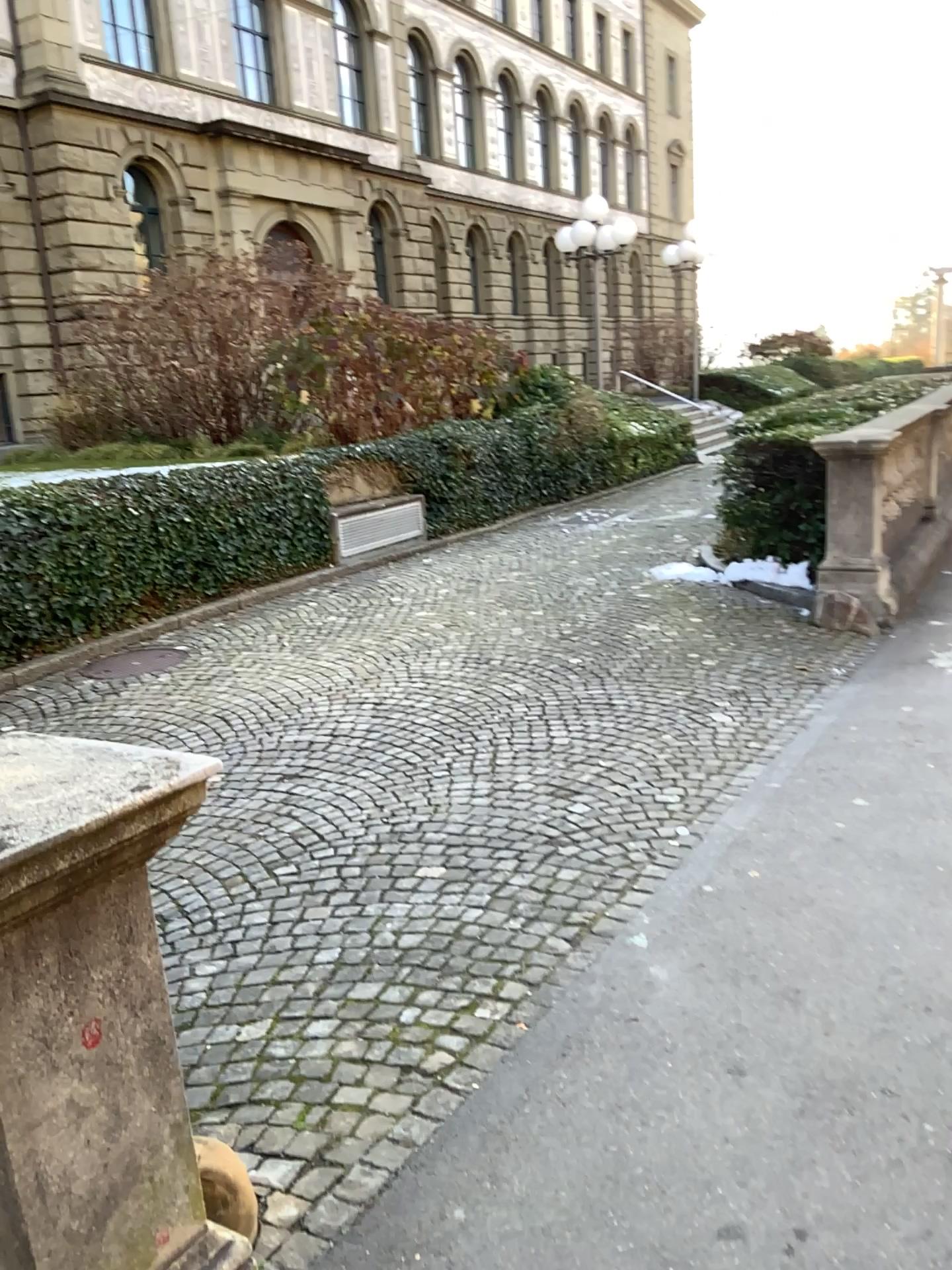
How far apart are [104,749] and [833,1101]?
1.85m
